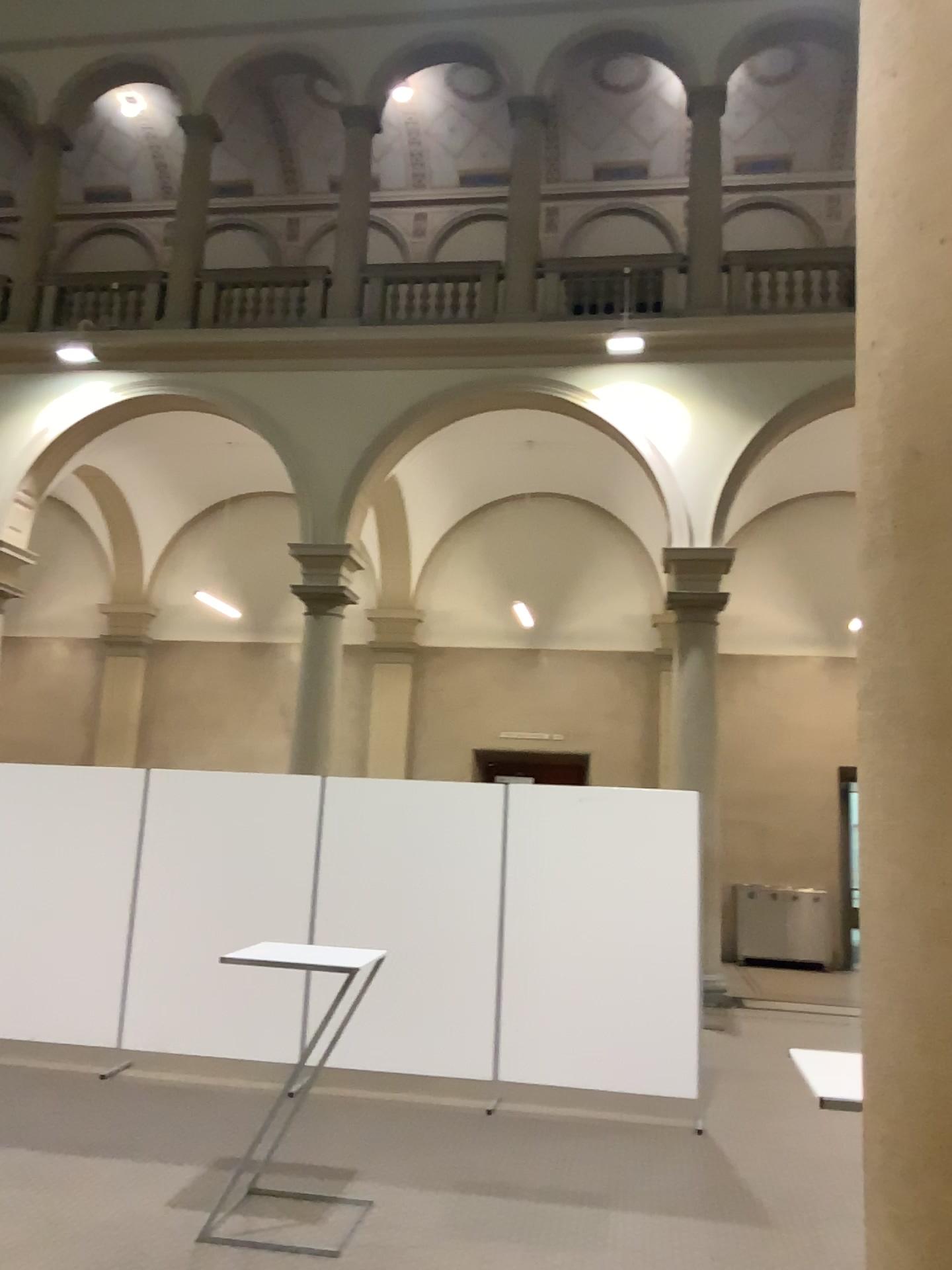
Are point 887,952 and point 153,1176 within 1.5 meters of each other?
no
